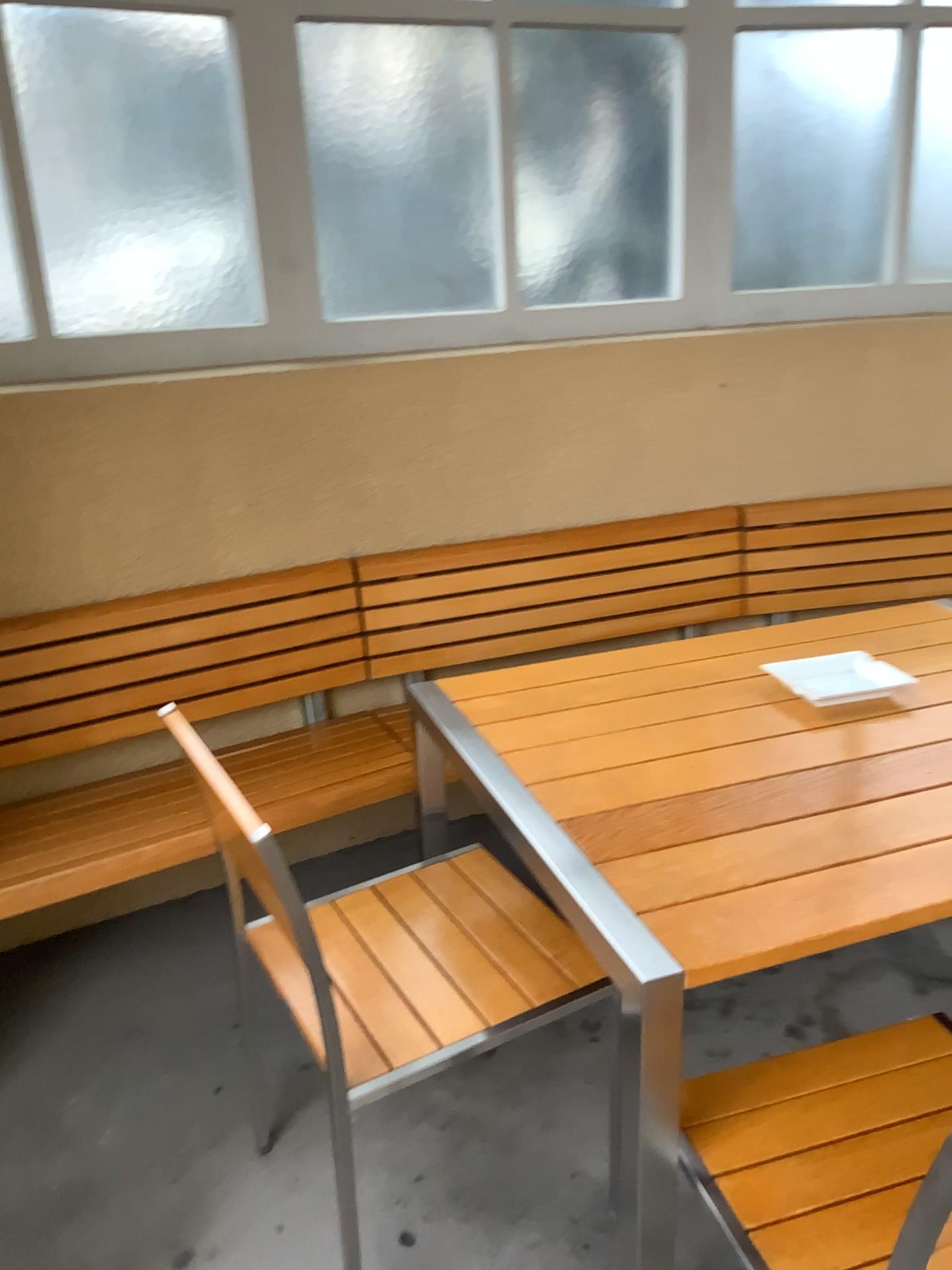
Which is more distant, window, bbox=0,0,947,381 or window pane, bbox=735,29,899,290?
window pane, bbox=735,29,899,290

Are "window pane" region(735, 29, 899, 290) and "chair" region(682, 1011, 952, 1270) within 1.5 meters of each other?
no

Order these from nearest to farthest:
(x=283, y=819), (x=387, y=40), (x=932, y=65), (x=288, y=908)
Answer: (x=288, y=908)
(x=283, y=819)
(x=387, y=40)
(x=932, y=65)

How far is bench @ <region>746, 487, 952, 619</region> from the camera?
2.9 meters

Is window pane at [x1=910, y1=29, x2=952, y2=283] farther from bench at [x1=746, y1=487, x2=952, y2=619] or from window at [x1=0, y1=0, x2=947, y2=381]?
bench at [x1=746, y1=487, x2=952, y2=619]

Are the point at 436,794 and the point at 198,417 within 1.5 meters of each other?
yes

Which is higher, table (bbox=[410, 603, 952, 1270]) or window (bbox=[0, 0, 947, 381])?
window (bbox=[0, 0, 947, 381])

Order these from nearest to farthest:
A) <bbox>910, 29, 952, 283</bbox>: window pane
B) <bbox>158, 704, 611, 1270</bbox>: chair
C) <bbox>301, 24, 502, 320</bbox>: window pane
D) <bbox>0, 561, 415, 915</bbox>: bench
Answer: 1. <bbox>158, 704, 611, 1270</bbox>: chair
2. <bbox>0, 561, 415, 915</bbox>: bench
3. <bbox>301, 24, 502, 320</bbox>: window pane
4. <bbox>910, 29, 952, 283</bbox>: window pane

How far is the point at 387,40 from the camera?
2.44m

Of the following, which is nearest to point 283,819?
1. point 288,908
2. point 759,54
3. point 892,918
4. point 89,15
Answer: point 288,908
